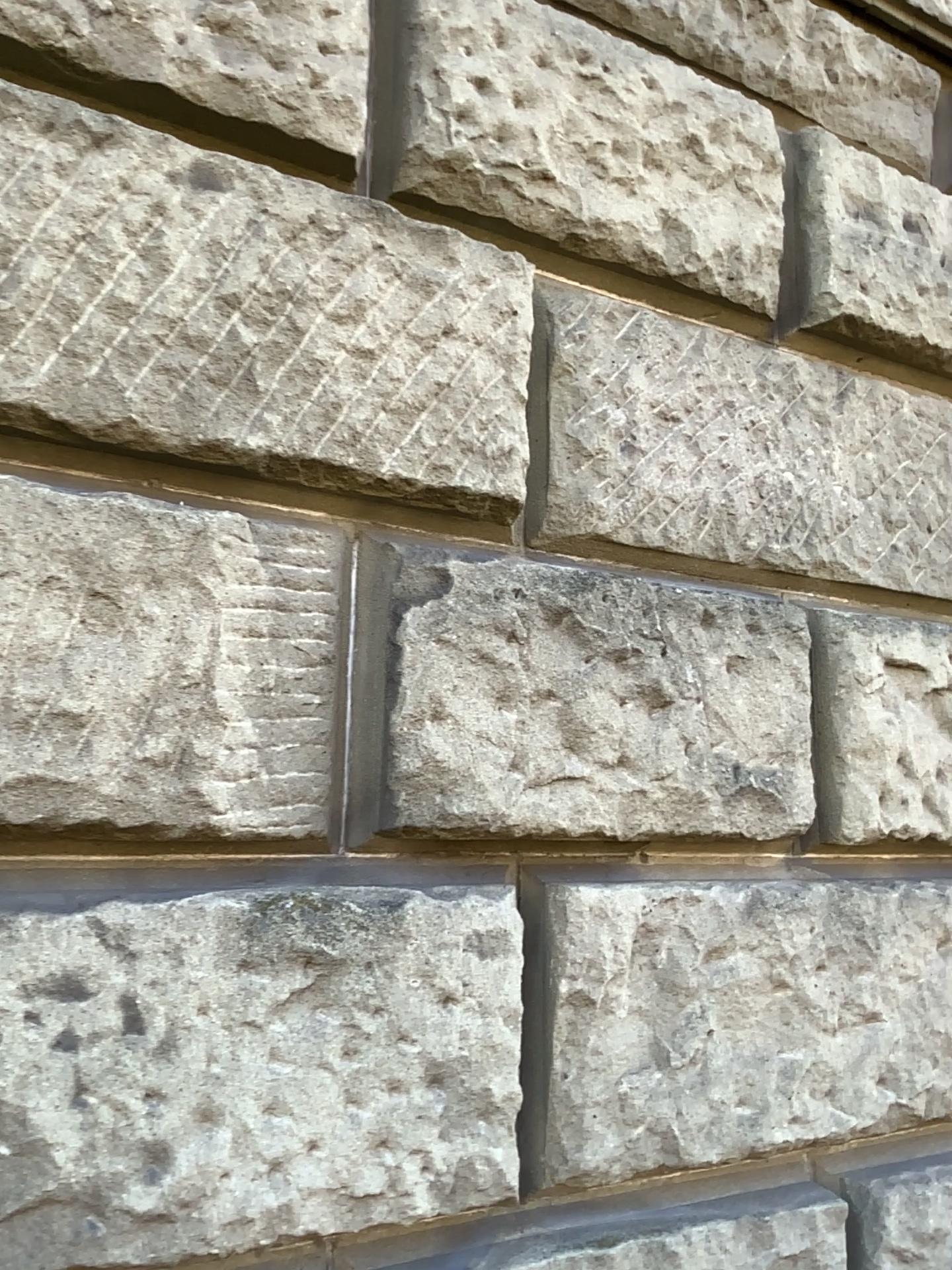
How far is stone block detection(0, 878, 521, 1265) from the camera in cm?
119

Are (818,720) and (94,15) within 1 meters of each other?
no

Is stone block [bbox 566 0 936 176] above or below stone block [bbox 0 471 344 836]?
above

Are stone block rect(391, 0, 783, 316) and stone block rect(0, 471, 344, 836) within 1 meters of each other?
yes

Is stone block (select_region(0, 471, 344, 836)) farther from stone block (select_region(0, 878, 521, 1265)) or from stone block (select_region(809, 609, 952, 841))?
stone block (select_region(809, 609, 952, 841))

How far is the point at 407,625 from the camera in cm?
150

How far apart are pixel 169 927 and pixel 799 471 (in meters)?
1.42

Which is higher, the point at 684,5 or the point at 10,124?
the point at 684,5

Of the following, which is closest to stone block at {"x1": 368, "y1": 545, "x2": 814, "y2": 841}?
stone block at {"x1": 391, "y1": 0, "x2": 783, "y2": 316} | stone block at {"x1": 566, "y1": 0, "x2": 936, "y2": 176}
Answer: stone block at {"x1": 391, "y1": 0, "x2": 783, "y2": 316}

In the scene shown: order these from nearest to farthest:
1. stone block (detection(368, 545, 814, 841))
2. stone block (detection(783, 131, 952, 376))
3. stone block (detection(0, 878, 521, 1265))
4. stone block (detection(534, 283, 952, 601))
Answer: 1. stone block (detection(0, 878, 521, 1265))
2. stone block (detection(368, 545, 814, 841))
3. stone block (detection(534, 283, 952, 601))
4. stone block (detection(783, 131, 952, 376))
